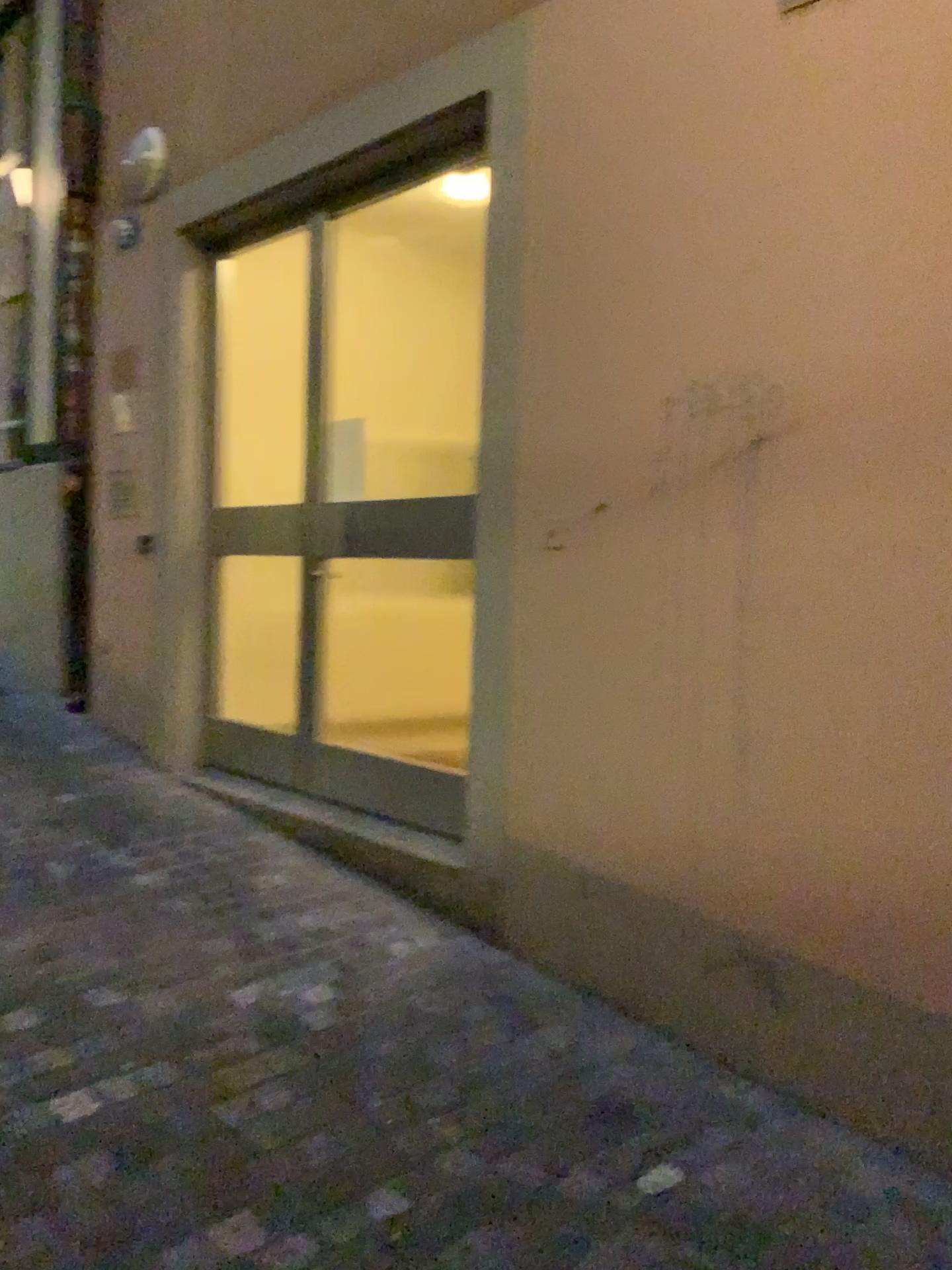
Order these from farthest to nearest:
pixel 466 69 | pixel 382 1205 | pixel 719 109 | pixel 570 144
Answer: pixel 466 69
pixel 570 144
pixel 719 109
pixel 382 1205
